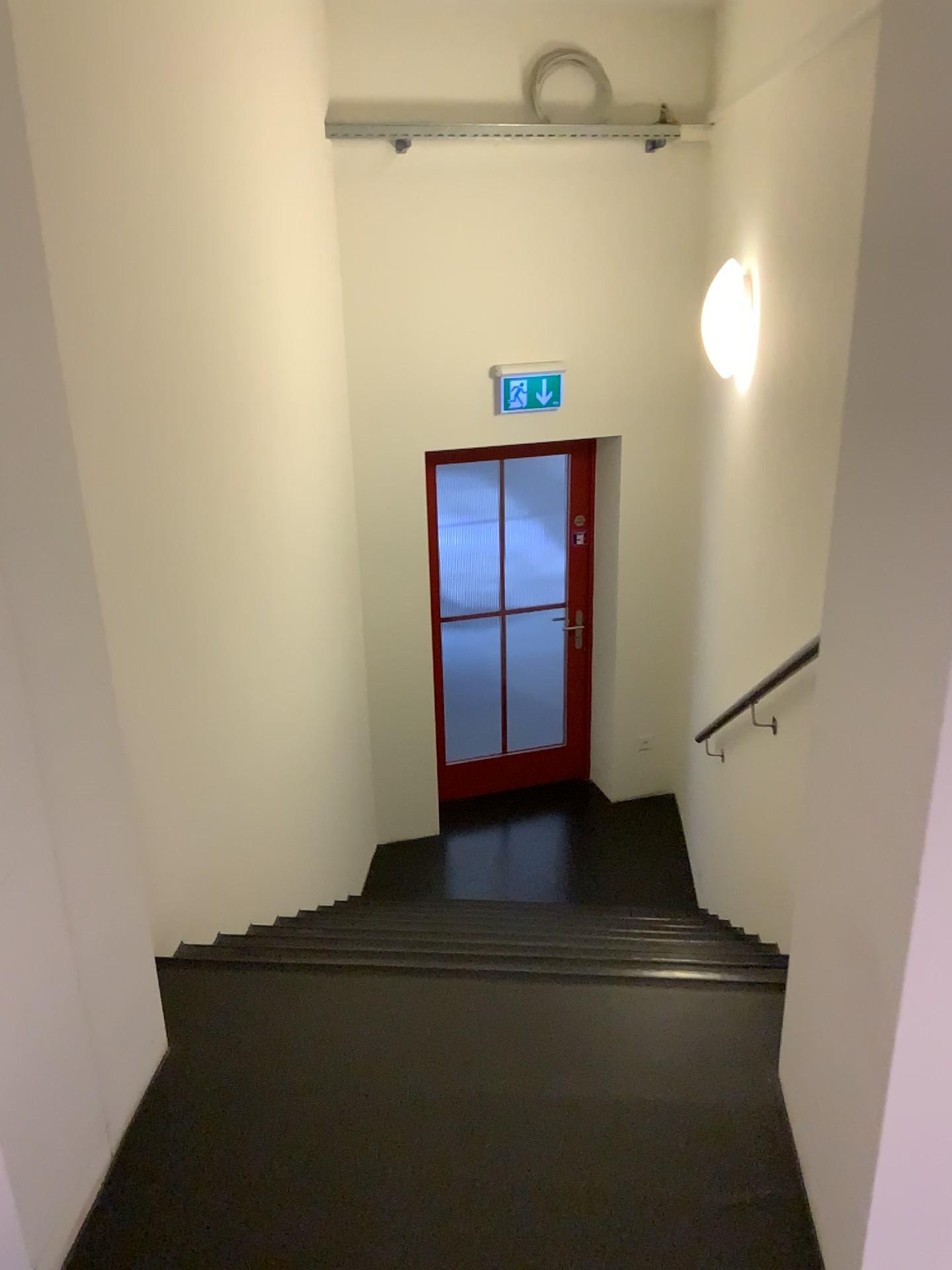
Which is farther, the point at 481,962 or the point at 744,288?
the point at 744,288

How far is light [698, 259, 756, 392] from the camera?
3.8 meters

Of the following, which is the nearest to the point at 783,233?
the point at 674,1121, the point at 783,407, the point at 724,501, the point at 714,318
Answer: the point at 783,407

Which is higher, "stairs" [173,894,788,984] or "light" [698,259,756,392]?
"light" [698,259,756,392]

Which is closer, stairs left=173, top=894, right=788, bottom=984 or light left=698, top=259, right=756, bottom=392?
stairs left=173, top=894, right=788, bottom=984

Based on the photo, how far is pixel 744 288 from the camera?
3.76m

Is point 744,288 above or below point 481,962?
above
